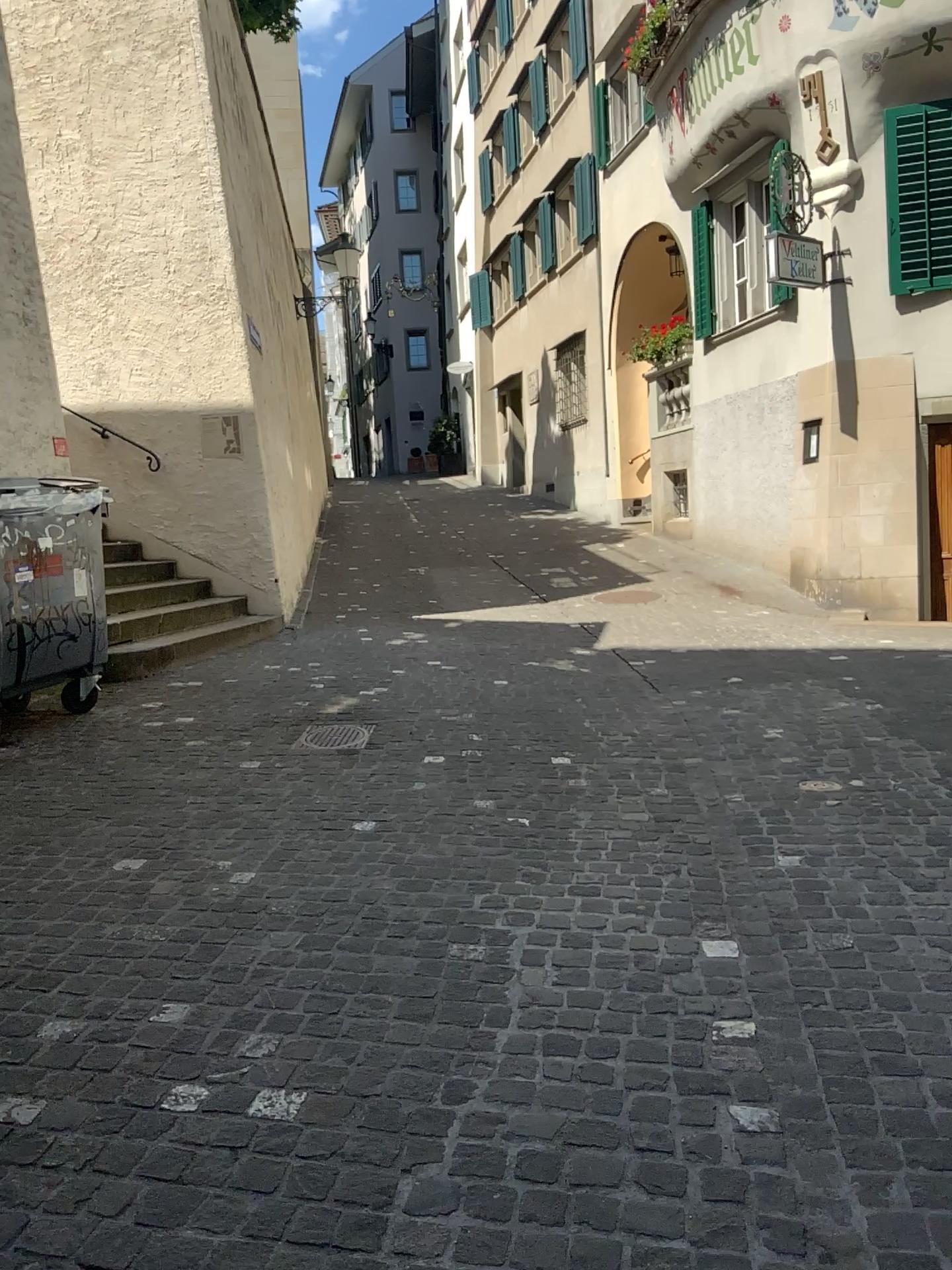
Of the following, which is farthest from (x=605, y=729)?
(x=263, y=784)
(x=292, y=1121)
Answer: (x=292, y=1121)
